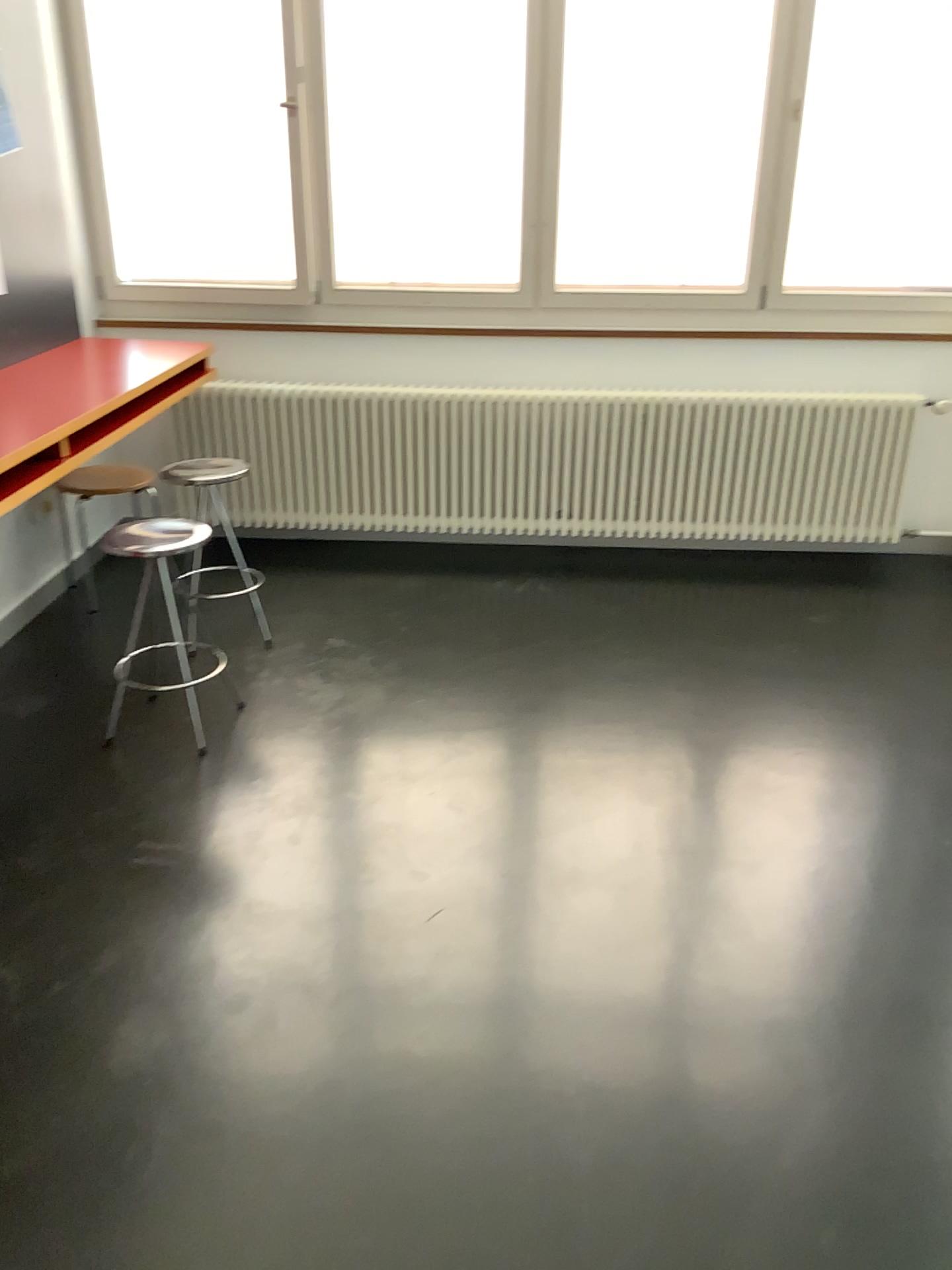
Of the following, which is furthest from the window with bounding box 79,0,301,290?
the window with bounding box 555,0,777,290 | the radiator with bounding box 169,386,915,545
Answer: the window with bounding box 555,0,777,290

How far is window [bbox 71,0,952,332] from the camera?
4.0 meters

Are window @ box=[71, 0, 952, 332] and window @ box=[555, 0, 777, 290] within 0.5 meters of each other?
yes

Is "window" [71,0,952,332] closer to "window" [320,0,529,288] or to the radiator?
"window" [320,0,529,288]

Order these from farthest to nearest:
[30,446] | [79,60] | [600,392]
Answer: [600,392]
[79,60]
[30,446]

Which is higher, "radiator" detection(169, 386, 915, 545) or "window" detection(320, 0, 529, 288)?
"window" detection(320, 0, 529, 288)

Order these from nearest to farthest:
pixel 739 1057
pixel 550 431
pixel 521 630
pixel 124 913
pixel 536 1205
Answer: pixel 536 1205 → pixel 739 1057 → pixel 124 913 → pixel 521 630 → pixel 550 431

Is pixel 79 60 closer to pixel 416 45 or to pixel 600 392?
pixel 416 45

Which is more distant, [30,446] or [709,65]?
[709,65]

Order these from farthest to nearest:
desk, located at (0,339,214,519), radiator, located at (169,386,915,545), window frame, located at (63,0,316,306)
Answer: radiator, located at (169,386,915,545), window frame, located at (63,0,316,306), desk, located at (0,339,214,519)
